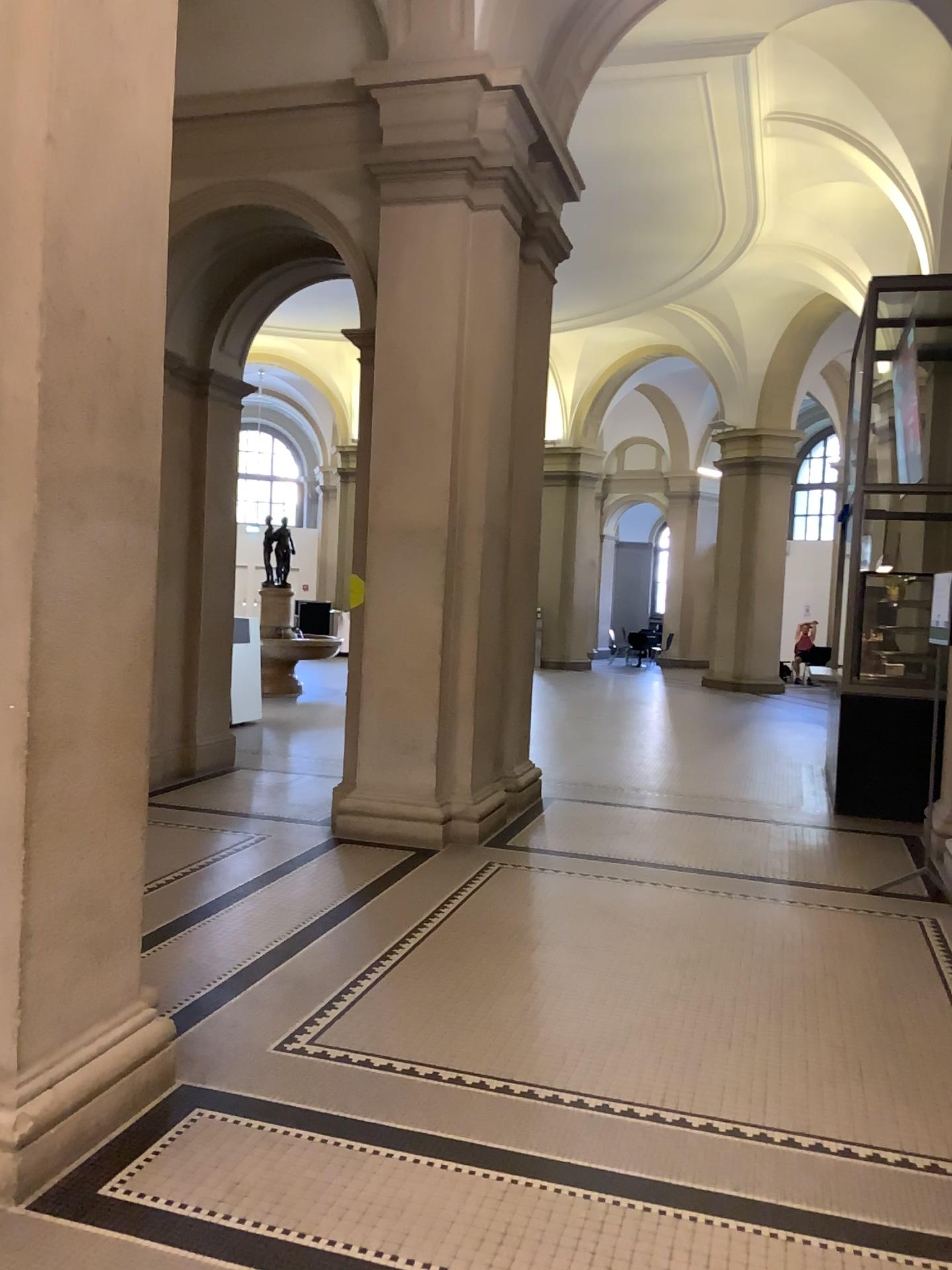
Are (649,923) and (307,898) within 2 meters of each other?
yes
